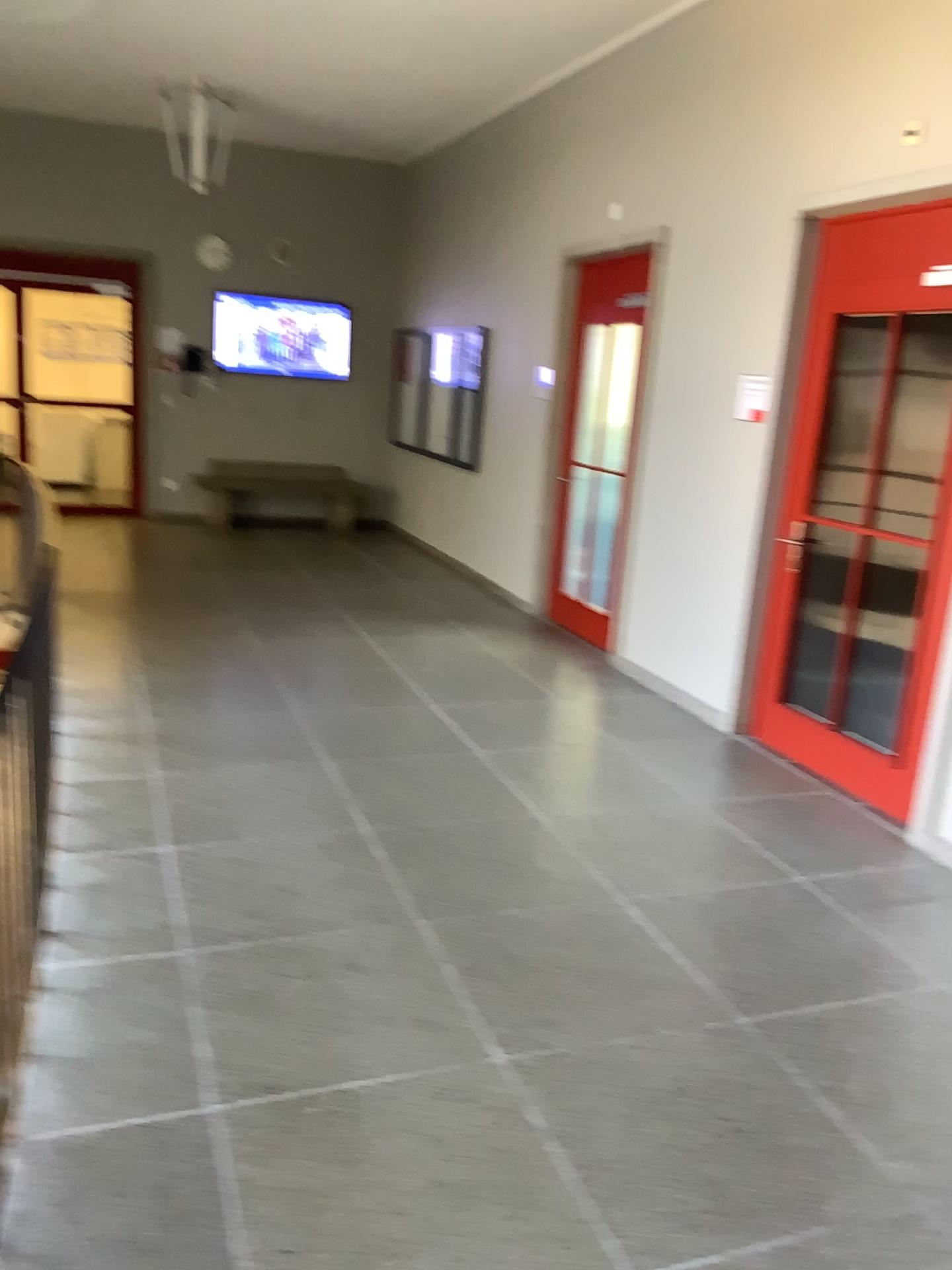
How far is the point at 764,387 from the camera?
4.8 meters

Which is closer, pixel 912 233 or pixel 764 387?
pixel 912 233

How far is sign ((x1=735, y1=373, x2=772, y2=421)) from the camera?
4.82m

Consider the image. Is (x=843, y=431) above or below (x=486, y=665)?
above

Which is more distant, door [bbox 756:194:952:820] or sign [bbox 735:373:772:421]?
sign [bbox 735:373:772:421]

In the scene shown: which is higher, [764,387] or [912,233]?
[912,233]
